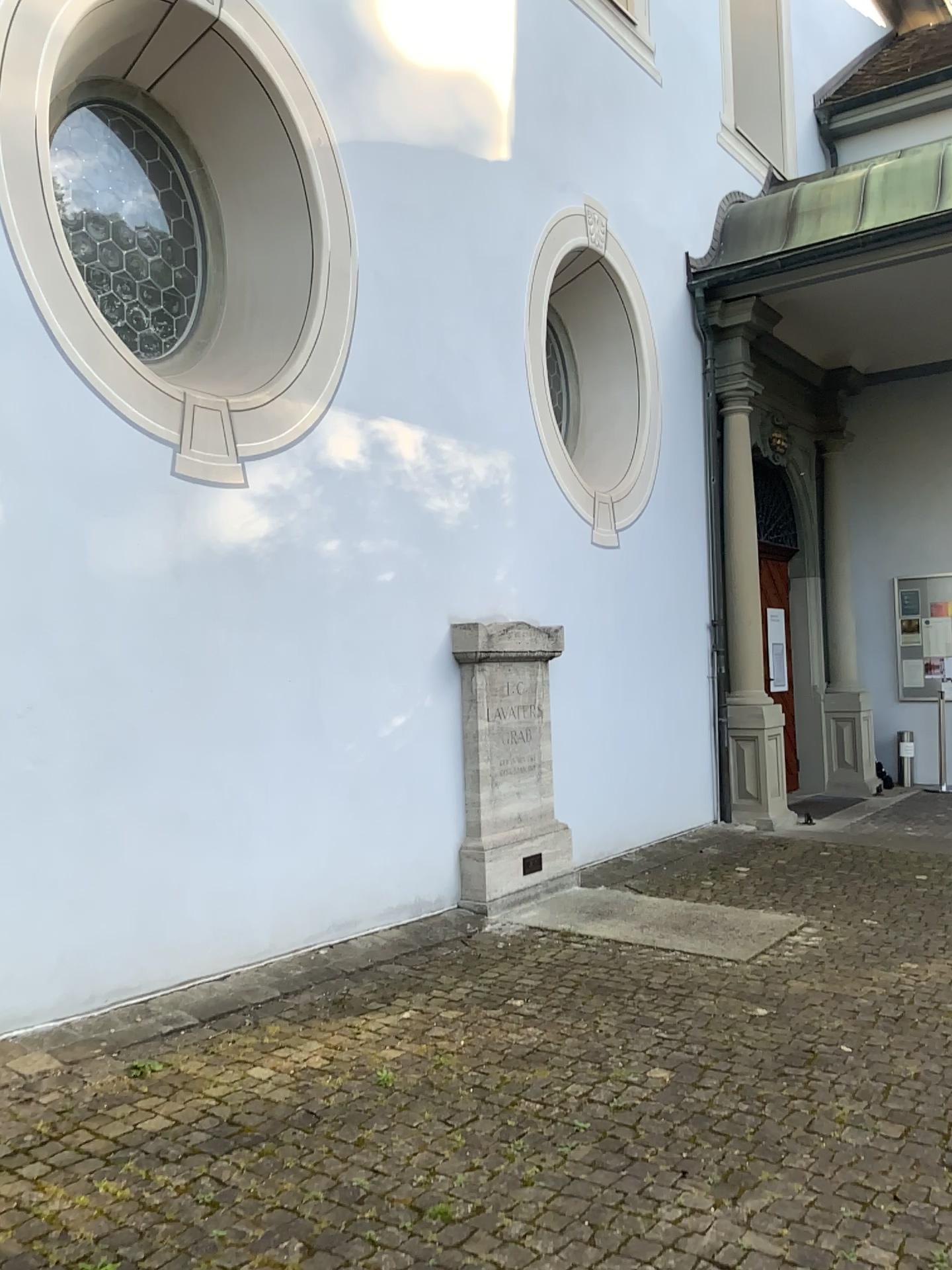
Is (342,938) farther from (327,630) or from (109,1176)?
(109,1176)
